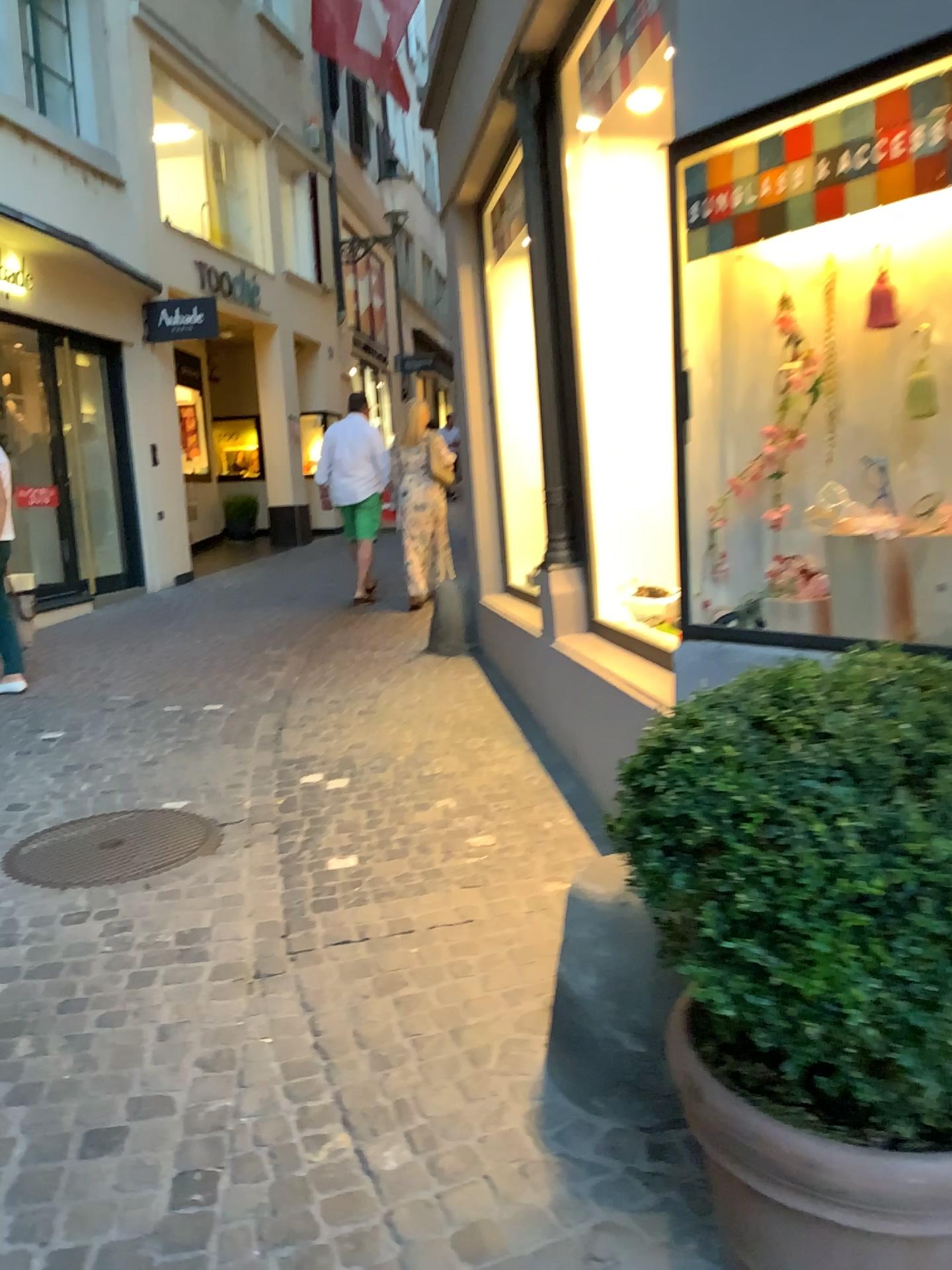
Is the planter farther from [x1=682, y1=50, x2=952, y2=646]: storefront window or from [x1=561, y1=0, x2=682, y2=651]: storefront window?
[x1=561, y1=0, x2=682, y2=651]: storefront window

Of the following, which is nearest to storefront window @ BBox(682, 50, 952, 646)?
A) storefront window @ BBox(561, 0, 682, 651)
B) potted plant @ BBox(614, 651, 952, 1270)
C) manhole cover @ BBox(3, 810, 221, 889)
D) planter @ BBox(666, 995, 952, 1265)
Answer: potted plant @ BBox(614, 651, 952, 1270)

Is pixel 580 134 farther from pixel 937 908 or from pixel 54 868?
pixel 937 908

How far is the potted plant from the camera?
1.2m

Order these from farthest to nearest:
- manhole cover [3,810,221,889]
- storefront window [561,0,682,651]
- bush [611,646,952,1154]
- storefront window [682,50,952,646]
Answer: storefront window [561,0,682,651], manhole cover [3,810,221,889], storefront window [682,50,952,646], bush [611,646,952,1154]

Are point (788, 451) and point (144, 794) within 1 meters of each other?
no

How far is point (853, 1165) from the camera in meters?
1.3 m

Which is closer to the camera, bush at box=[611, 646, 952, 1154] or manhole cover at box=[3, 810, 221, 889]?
bush at box=[611, 646, 952, 1154]

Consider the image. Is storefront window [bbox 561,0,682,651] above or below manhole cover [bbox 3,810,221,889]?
above

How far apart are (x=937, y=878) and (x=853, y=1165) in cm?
40
